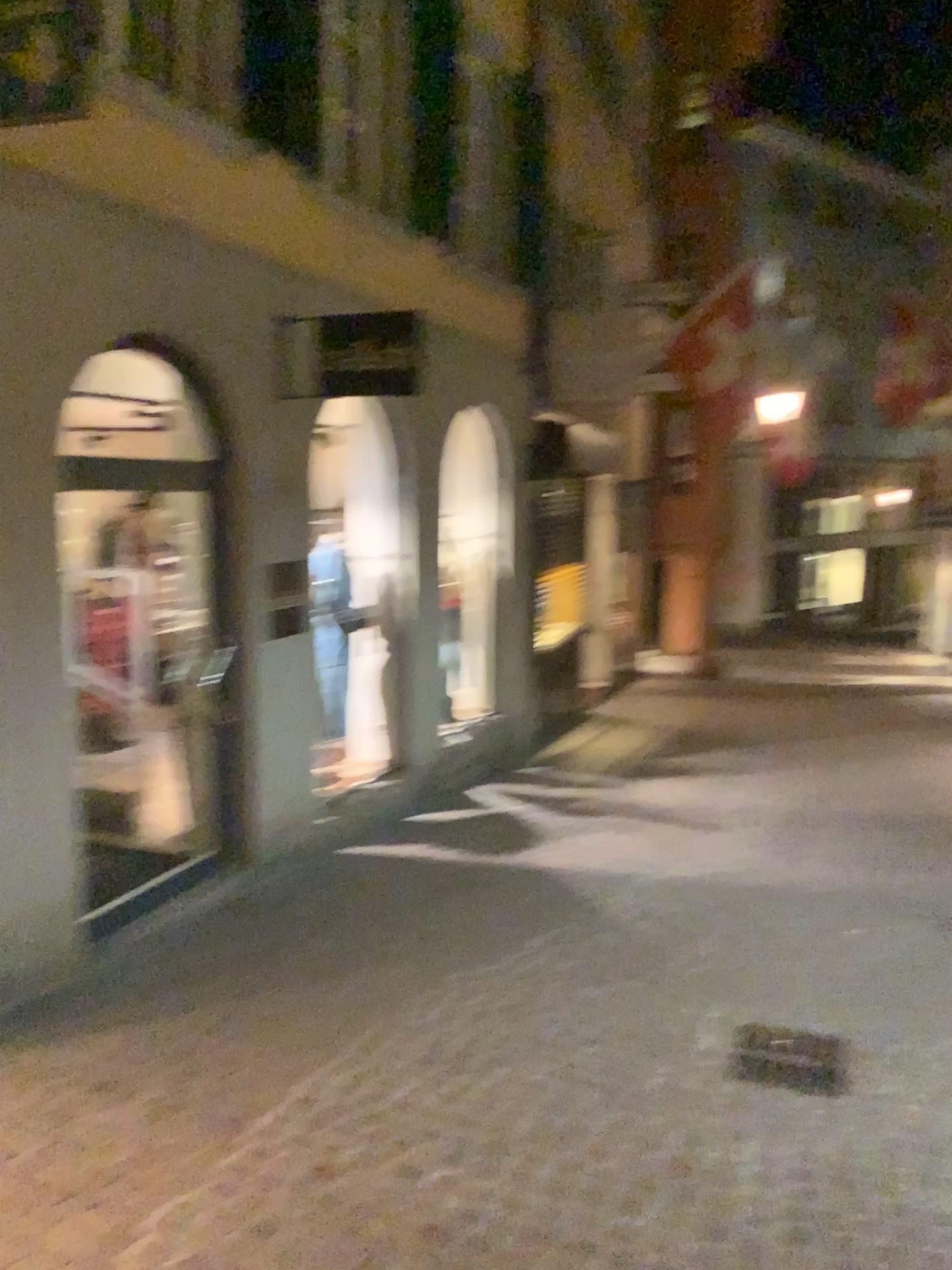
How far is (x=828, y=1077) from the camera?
3.60m

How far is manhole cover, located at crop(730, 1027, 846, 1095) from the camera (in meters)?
3.60

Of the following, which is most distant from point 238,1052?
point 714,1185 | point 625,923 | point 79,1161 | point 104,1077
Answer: point 625,923
